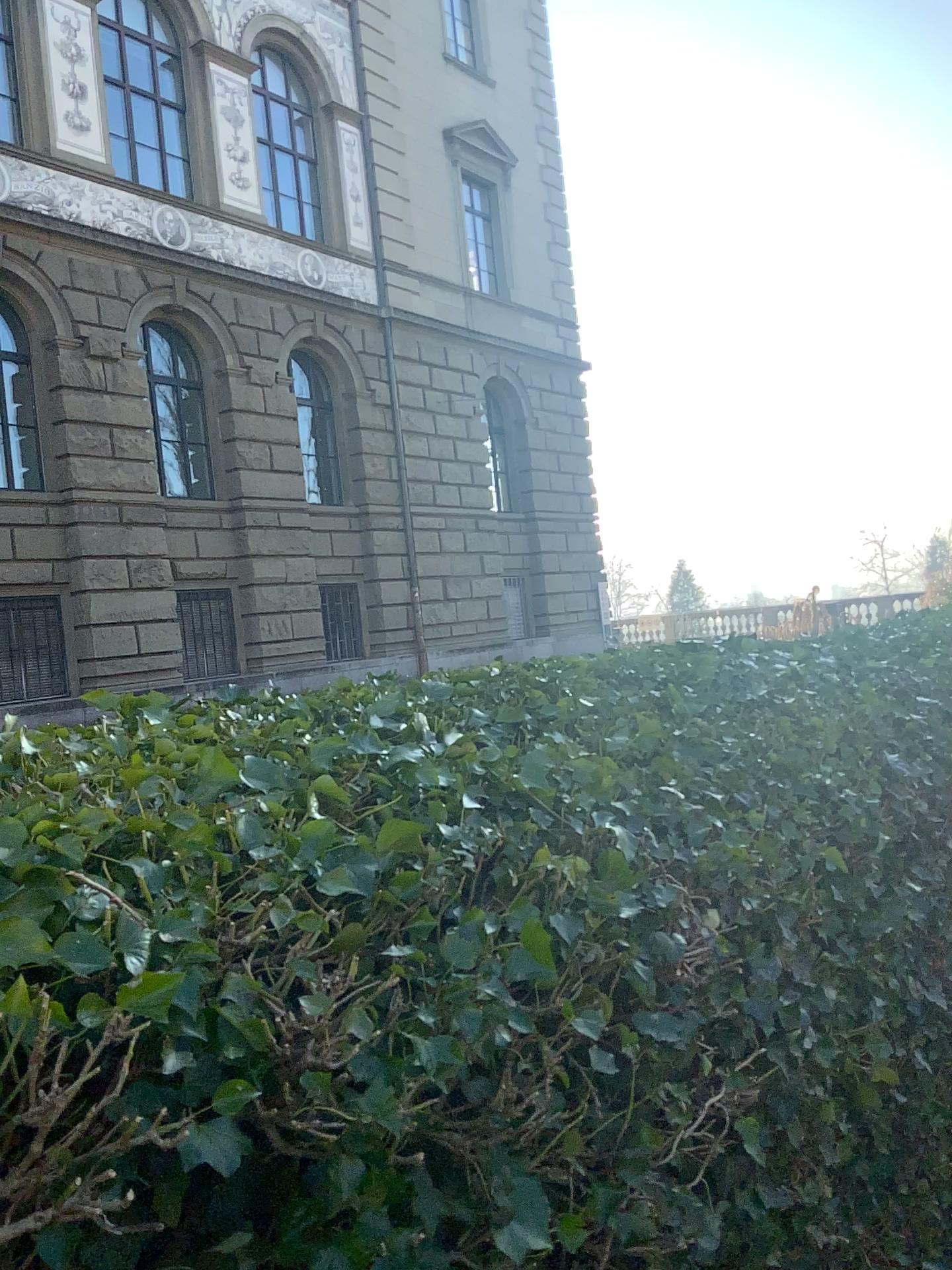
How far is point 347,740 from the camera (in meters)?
1.47
